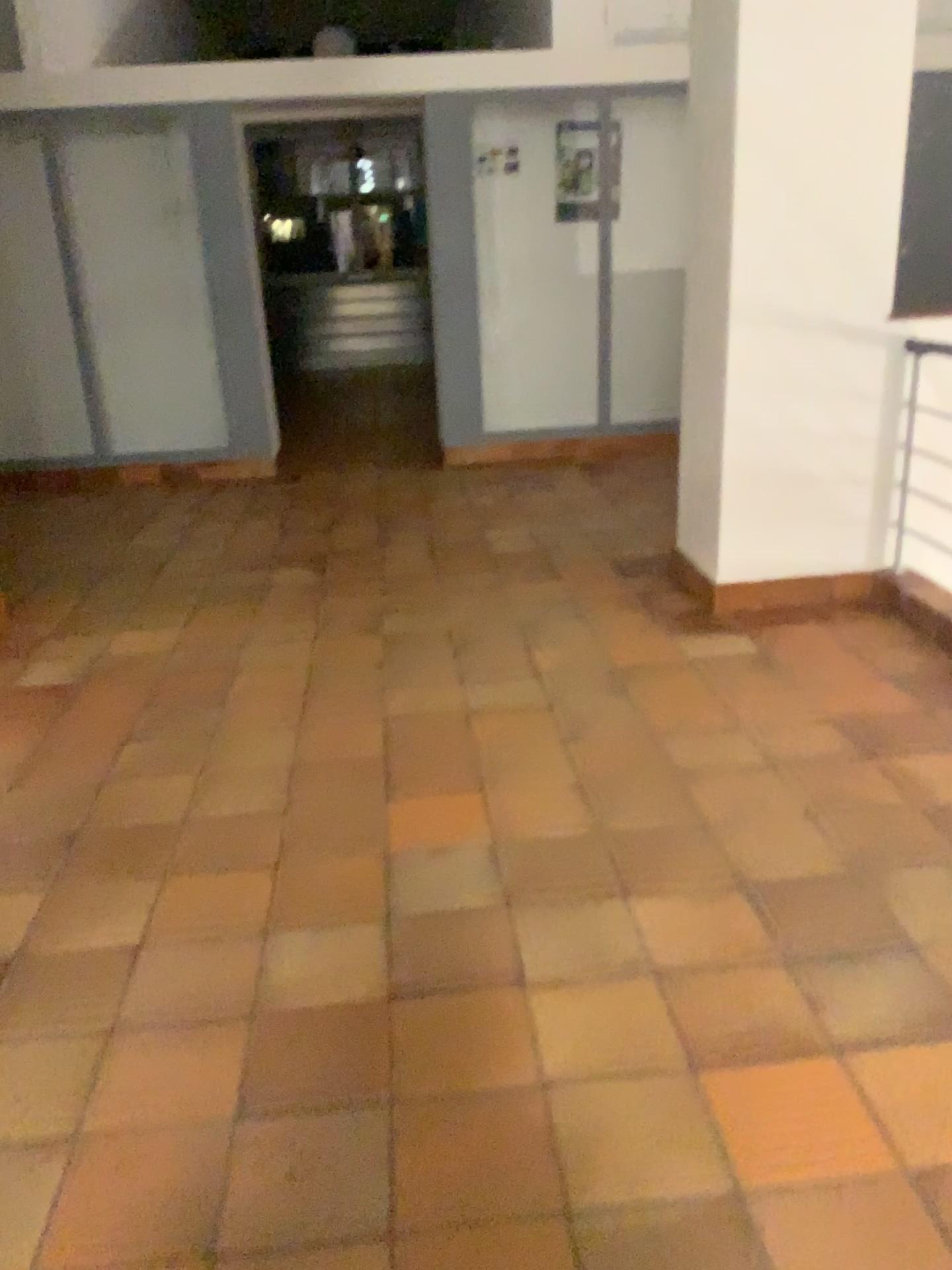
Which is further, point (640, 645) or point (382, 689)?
point (640, 645)
